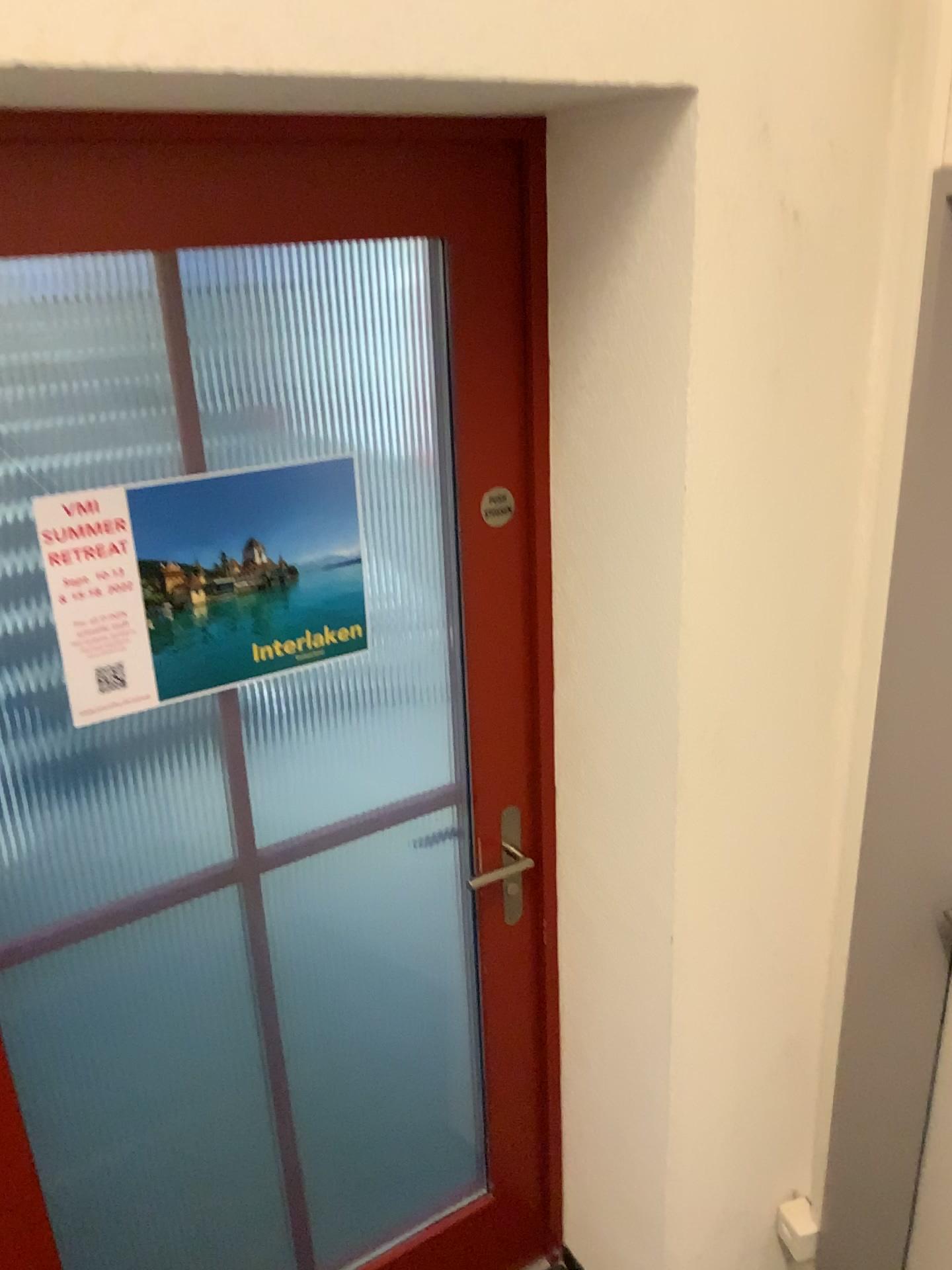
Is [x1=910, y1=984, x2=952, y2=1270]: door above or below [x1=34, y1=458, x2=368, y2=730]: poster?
below

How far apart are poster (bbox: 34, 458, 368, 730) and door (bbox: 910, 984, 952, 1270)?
1.1m

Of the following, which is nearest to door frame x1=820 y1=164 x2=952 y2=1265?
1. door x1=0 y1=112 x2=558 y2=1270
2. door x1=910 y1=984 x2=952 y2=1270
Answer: door x1=910 y1=984 x2=952 y2=1270

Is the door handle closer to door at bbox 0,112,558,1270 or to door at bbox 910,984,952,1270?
door at bbox 0,112,558,1270

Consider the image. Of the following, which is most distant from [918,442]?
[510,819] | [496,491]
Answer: [510,819]

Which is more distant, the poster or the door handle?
the door handle

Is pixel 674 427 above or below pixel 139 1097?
above

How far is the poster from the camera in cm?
131

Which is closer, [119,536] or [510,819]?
[119,536]

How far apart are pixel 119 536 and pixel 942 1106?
1.6m
